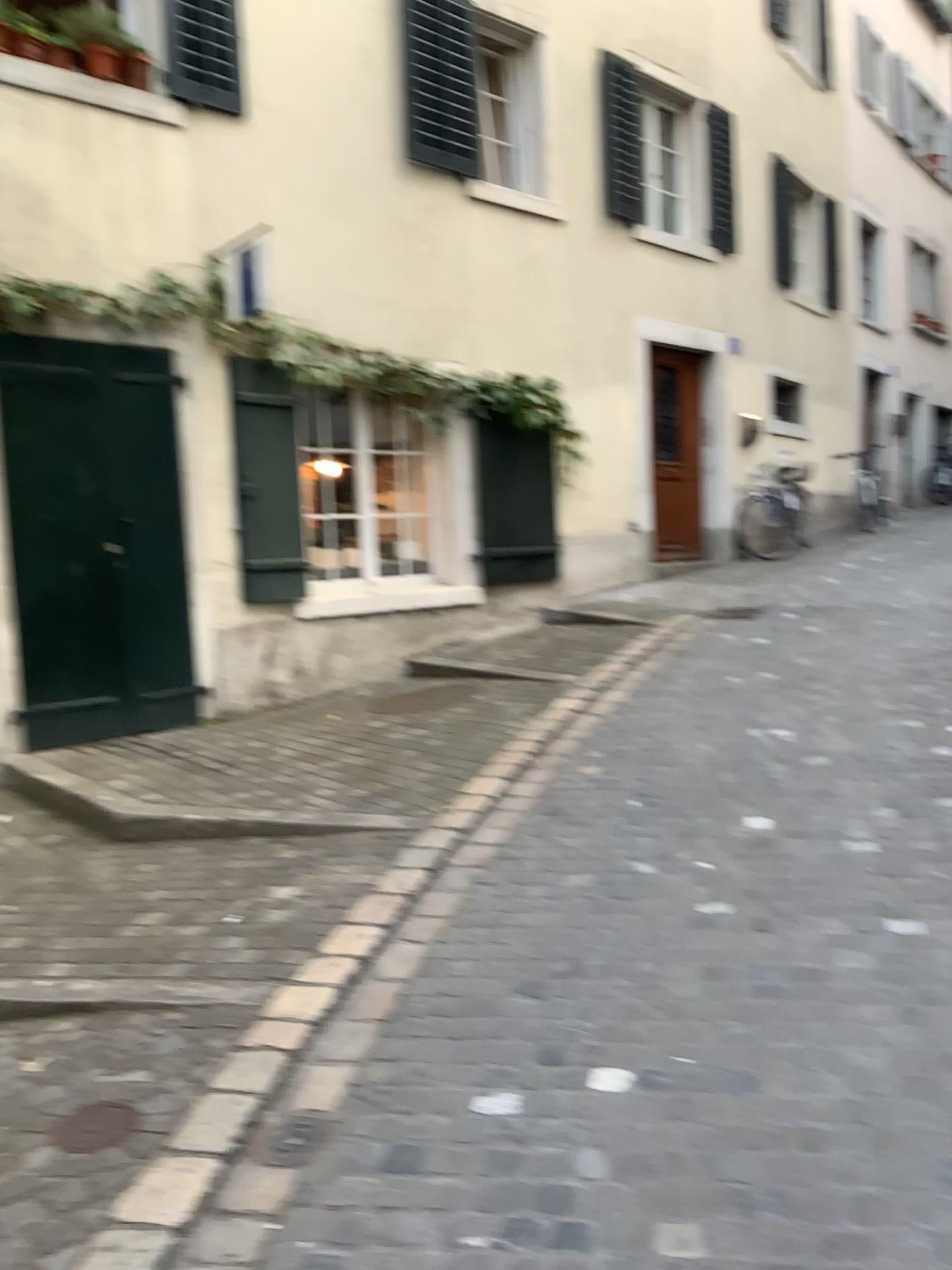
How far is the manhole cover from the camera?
2.4m

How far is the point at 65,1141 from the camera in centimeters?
240cm

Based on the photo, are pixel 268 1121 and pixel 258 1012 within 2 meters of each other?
yes
